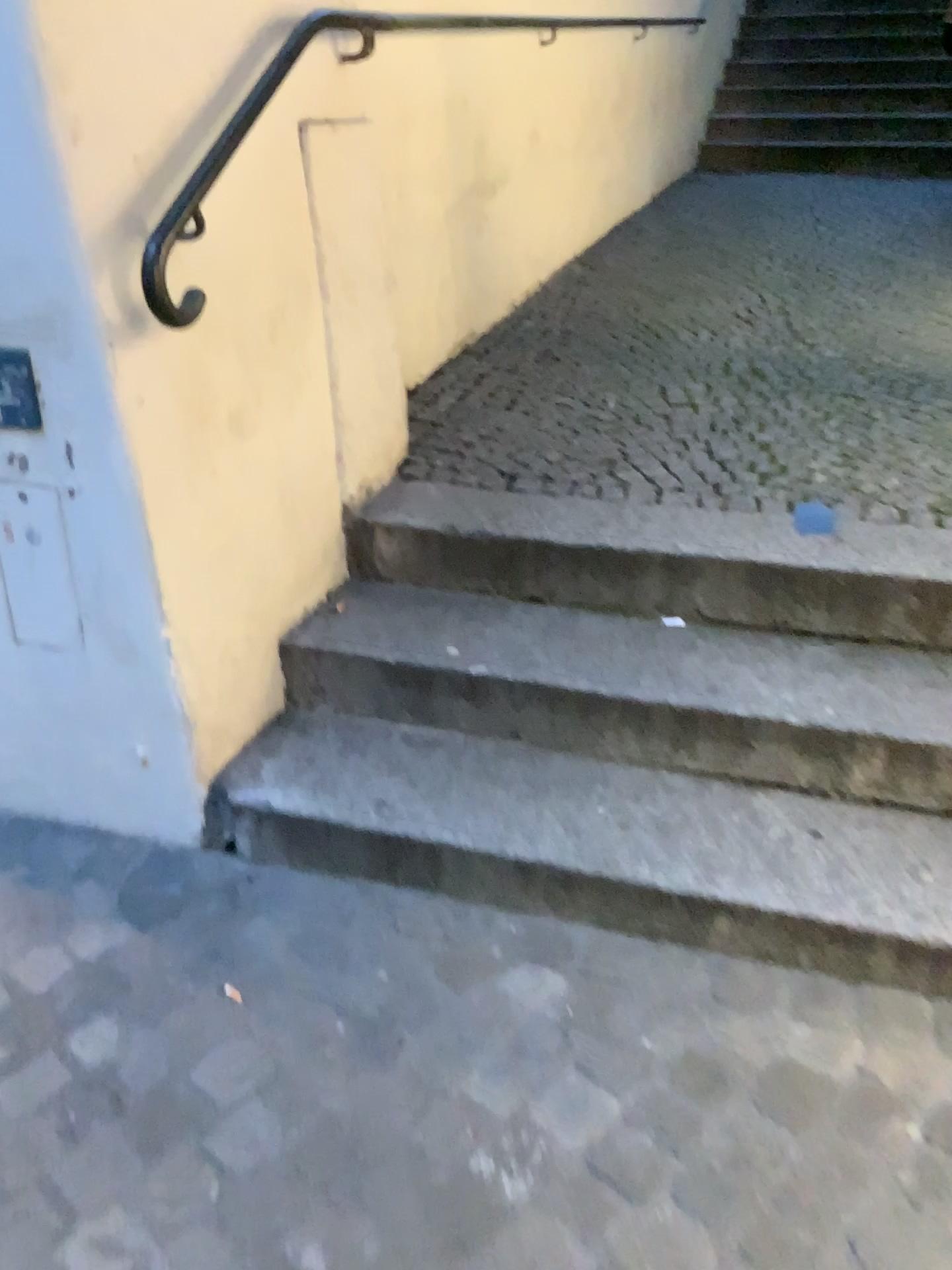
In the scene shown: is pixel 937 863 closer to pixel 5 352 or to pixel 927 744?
pixel 927 744

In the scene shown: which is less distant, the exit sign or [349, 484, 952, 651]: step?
the exit sign

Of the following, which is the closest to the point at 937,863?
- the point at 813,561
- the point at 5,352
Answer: the point at 813,561

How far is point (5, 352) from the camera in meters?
1.6 m

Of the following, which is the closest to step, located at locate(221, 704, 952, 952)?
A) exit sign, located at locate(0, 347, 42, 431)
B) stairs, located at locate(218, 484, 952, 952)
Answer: stairs, located at locate(218, 484, 952, 952)

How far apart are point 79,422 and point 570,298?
2.59m

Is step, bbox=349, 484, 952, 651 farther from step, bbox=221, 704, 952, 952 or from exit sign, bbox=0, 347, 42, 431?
exit sign, bbox=0, 347, 42, 431

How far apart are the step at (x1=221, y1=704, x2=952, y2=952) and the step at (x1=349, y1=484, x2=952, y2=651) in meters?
0.3 m

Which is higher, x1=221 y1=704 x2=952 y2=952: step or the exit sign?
the exit sign

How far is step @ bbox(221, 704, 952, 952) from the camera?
1.6m
